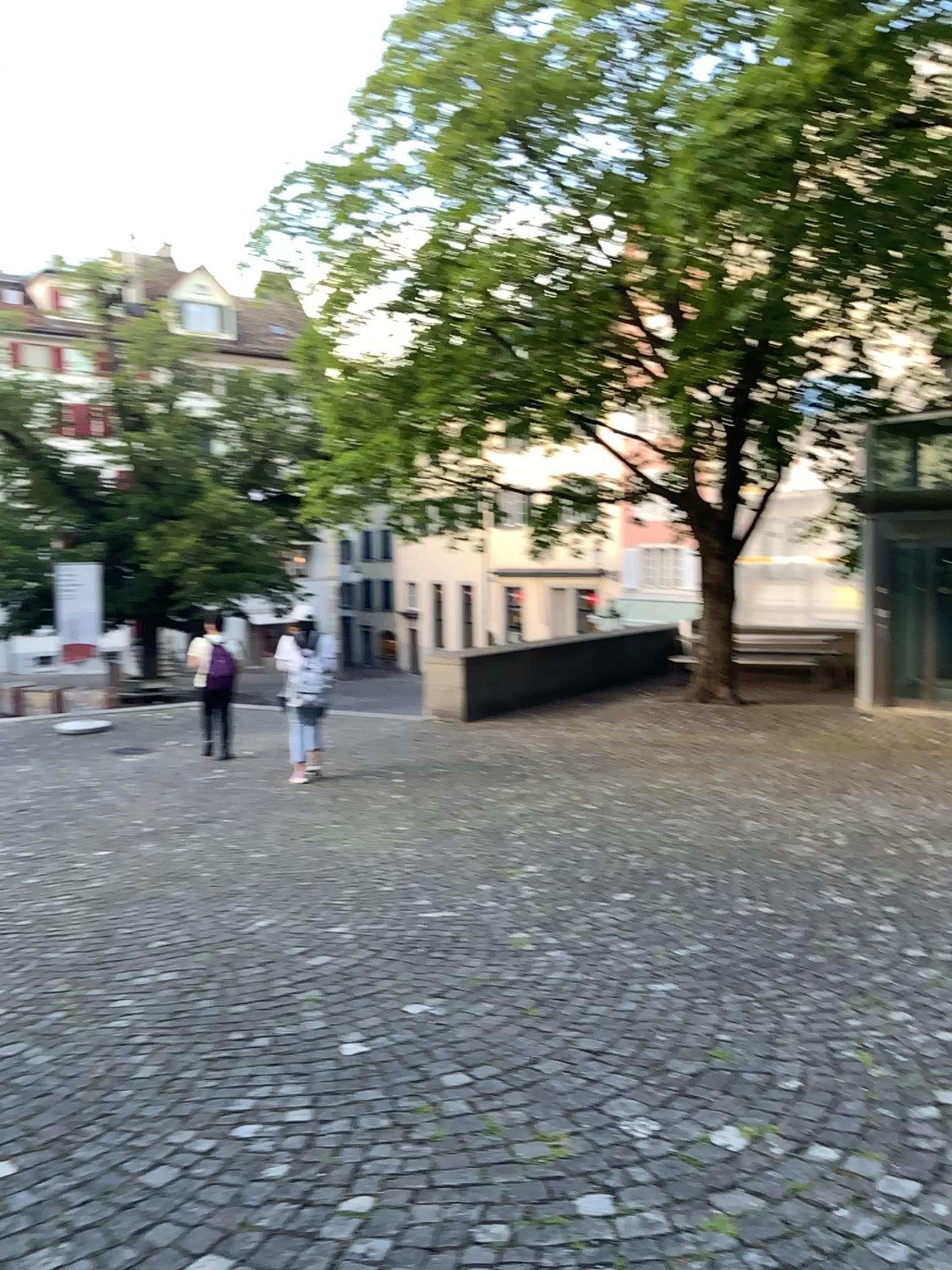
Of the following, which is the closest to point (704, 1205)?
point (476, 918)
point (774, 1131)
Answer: point (774, 1131)
